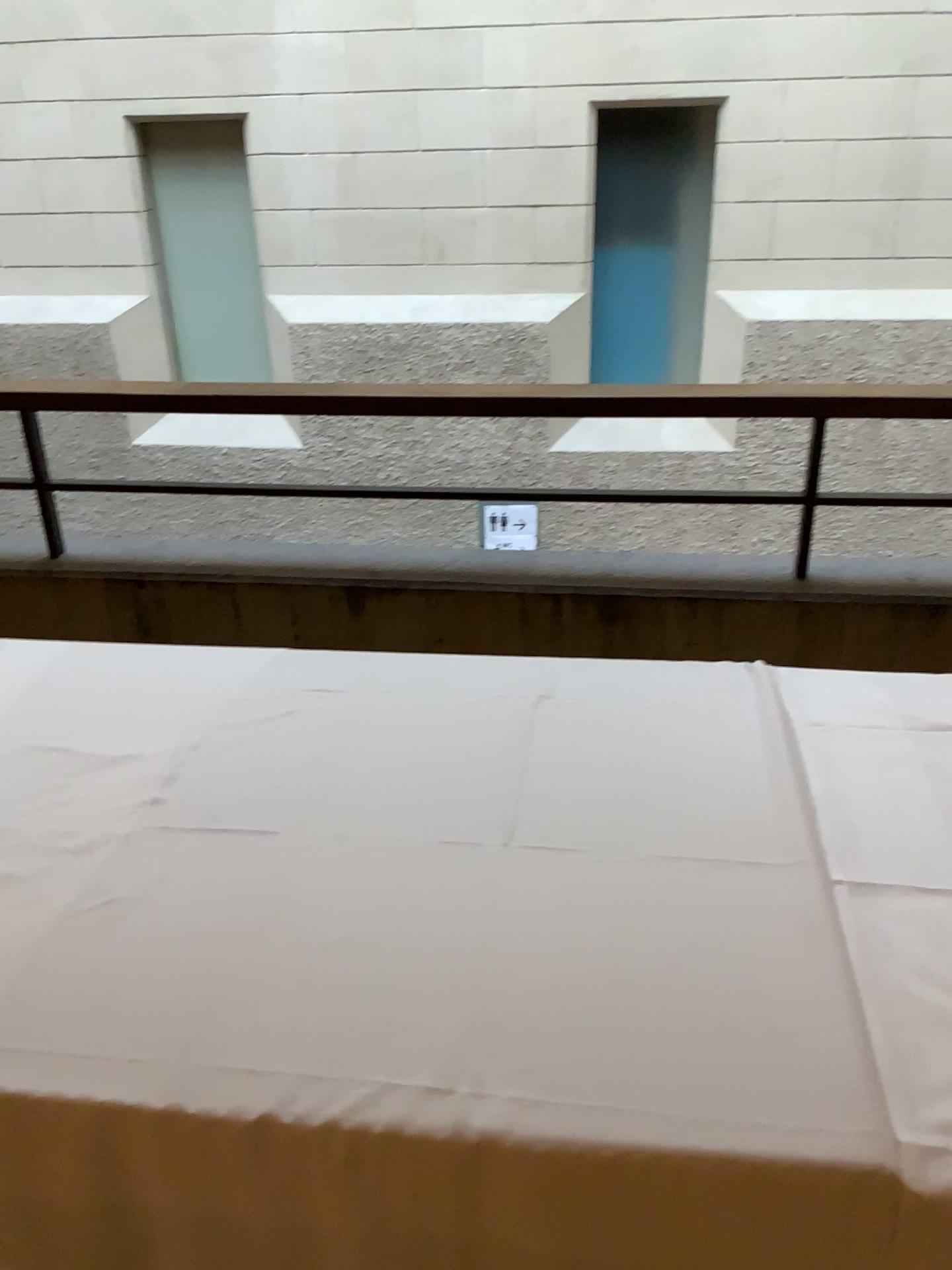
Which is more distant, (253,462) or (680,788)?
(253,462)

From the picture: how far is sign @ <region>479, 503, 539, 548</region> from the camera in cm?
251

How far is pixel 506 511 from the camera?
2.51m
